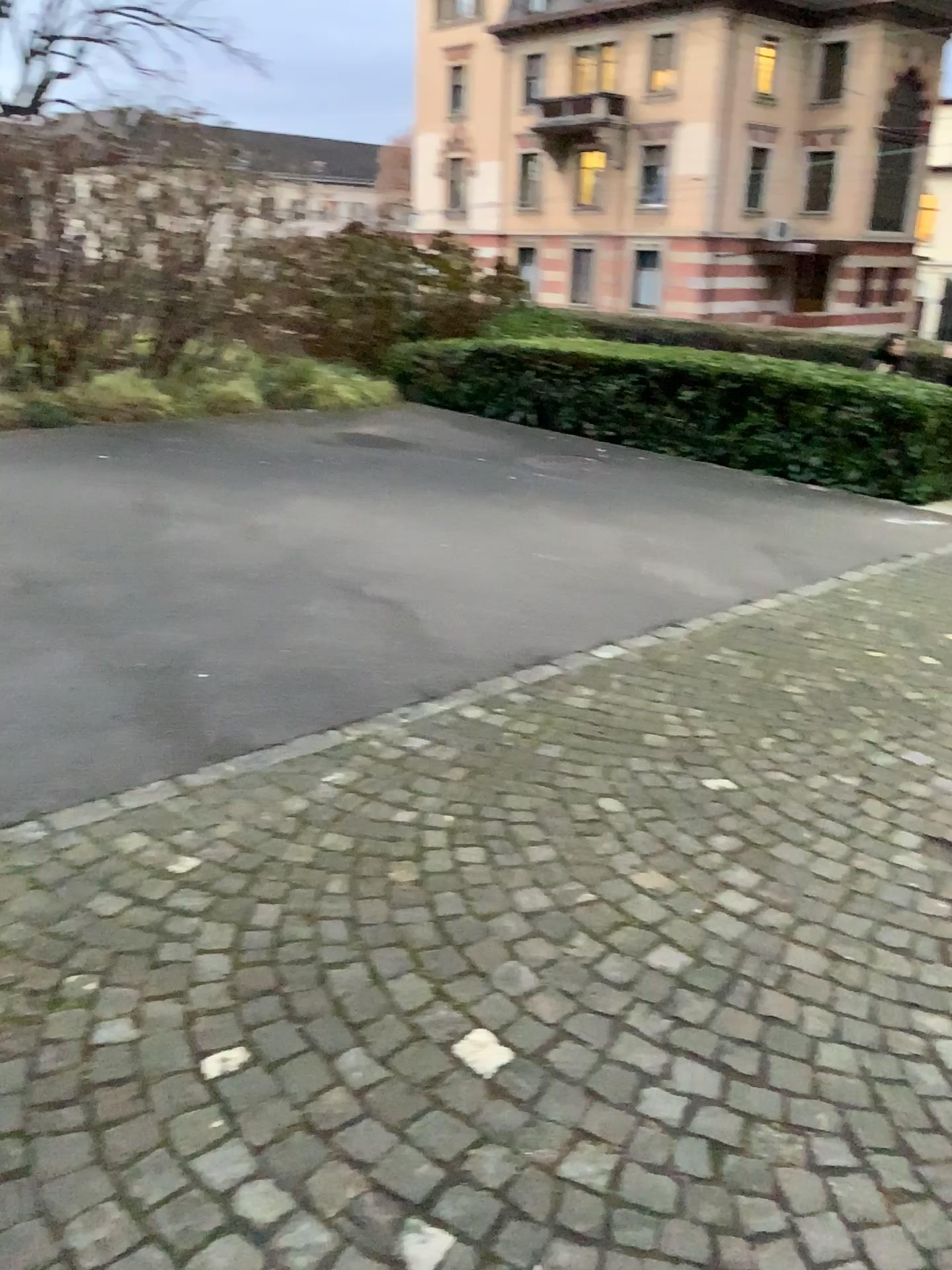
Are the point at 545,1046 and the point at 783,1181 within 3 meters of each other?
yes
